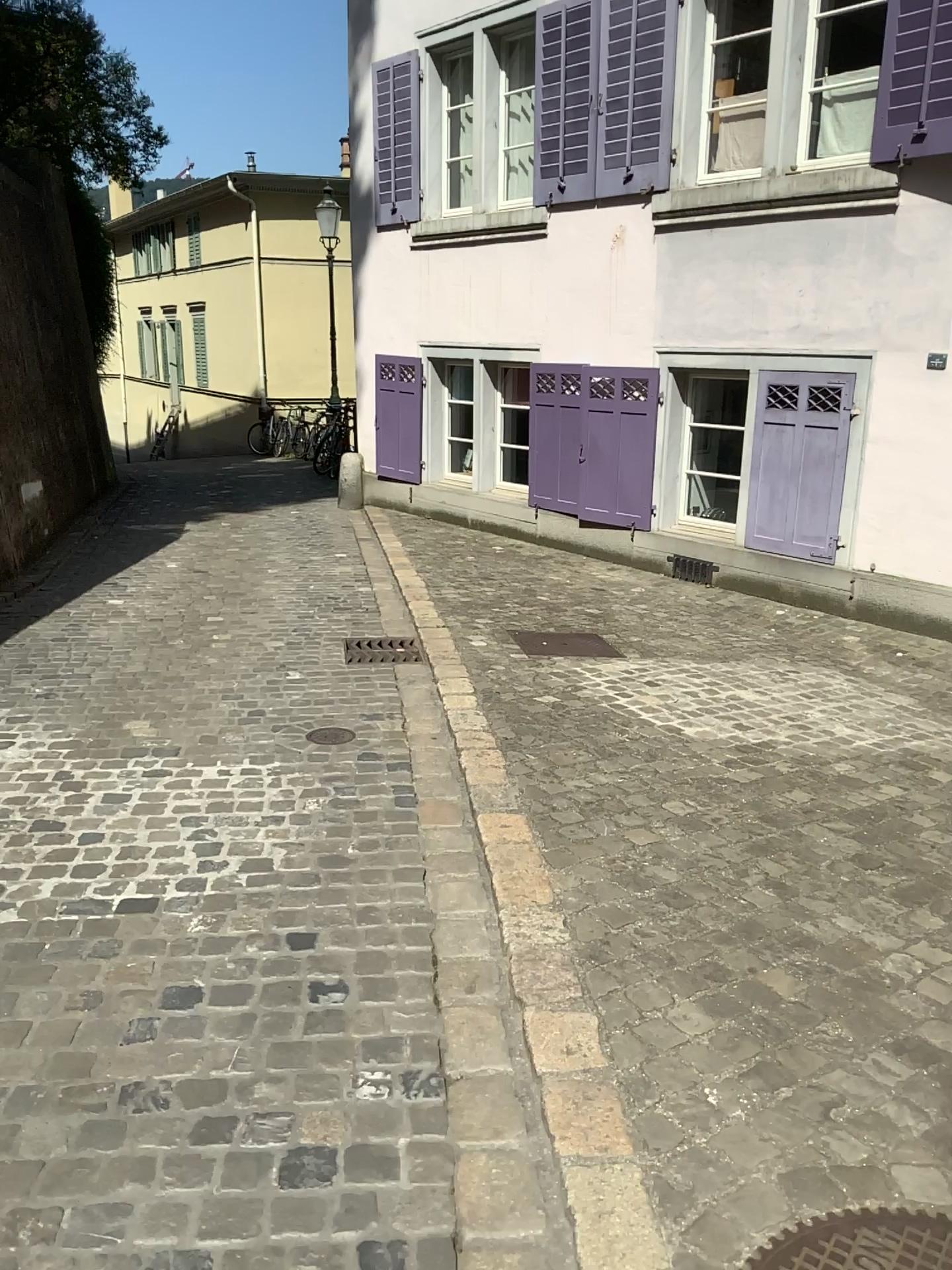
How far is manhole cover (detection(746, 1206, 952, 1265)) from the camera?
1.62m

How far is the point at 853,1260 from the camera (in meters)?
1.62

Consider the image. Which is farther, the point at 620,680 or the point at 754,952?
the point at 620,680
